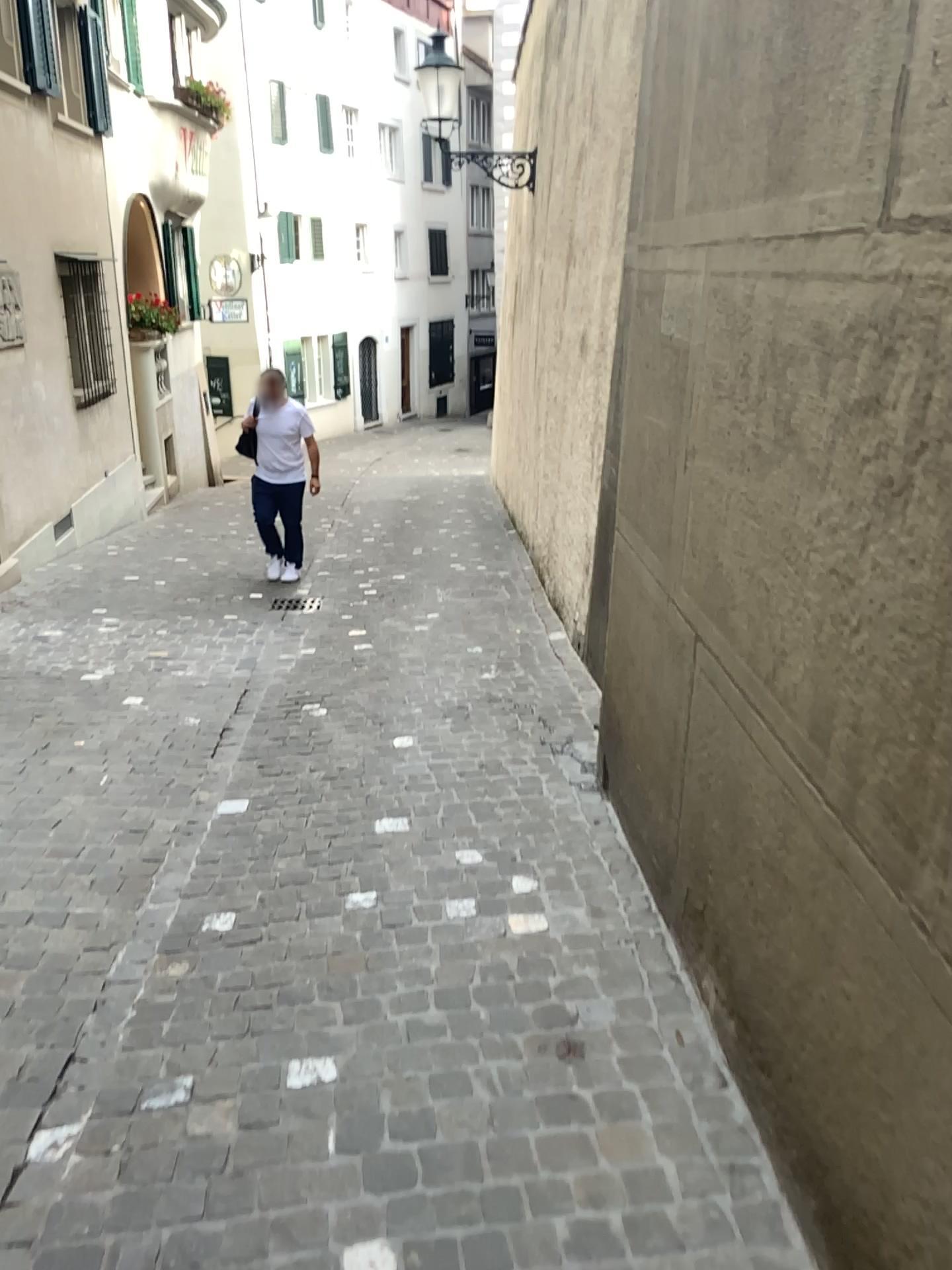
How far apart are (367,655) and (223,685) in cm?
80
